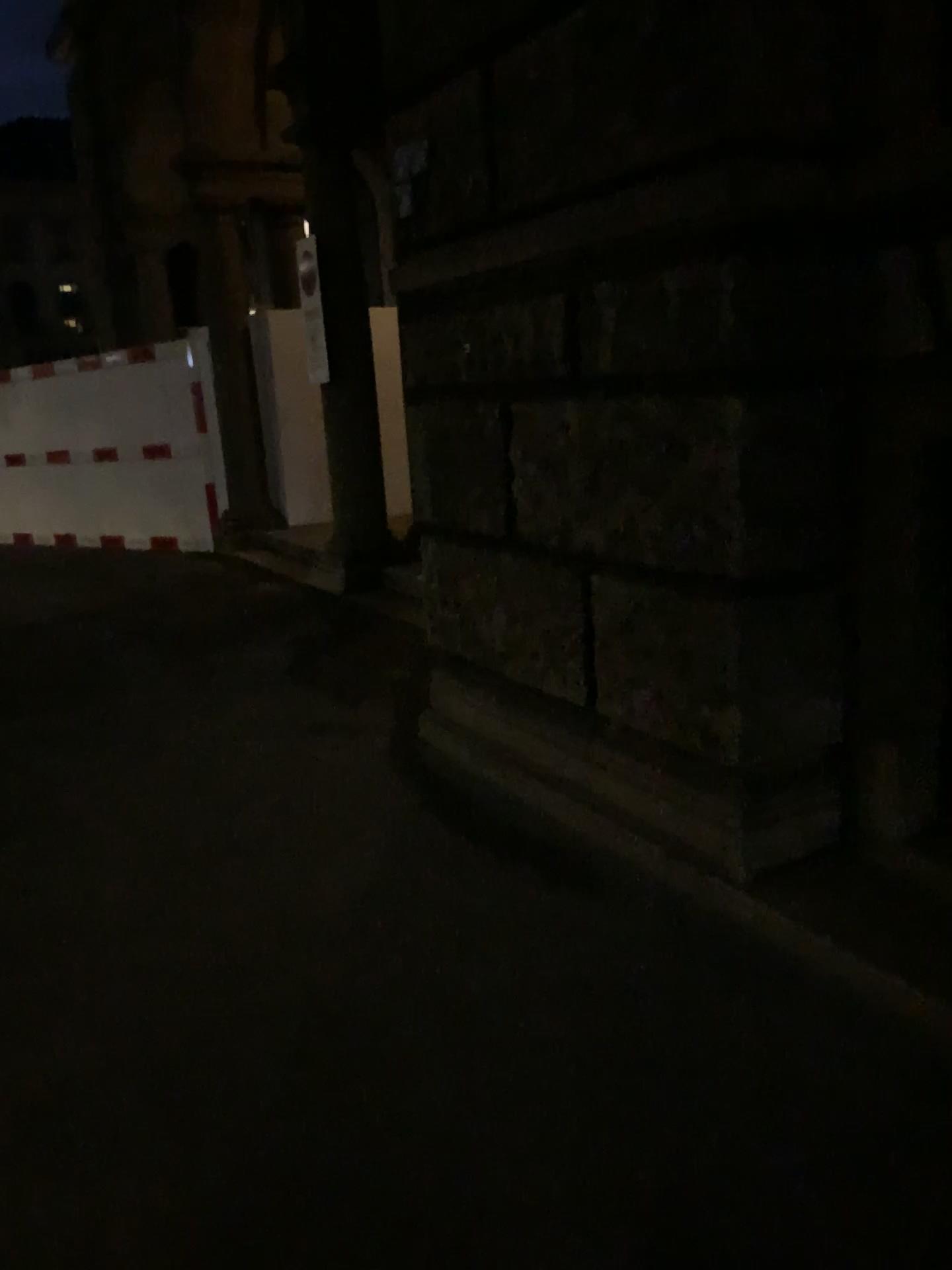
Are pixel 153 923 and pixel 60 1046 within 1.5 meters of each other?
yes
